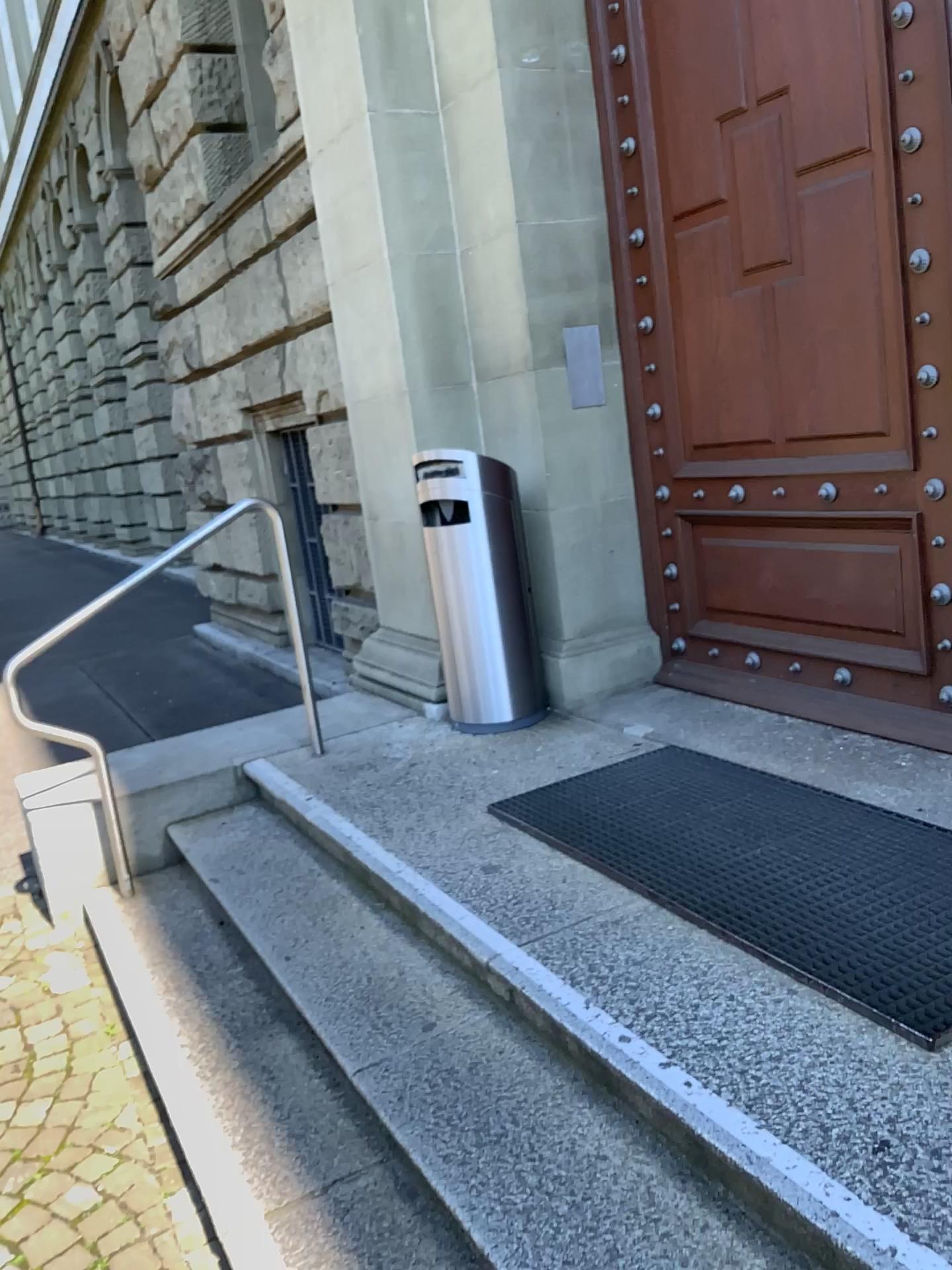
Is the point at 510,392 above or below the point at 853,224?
below
